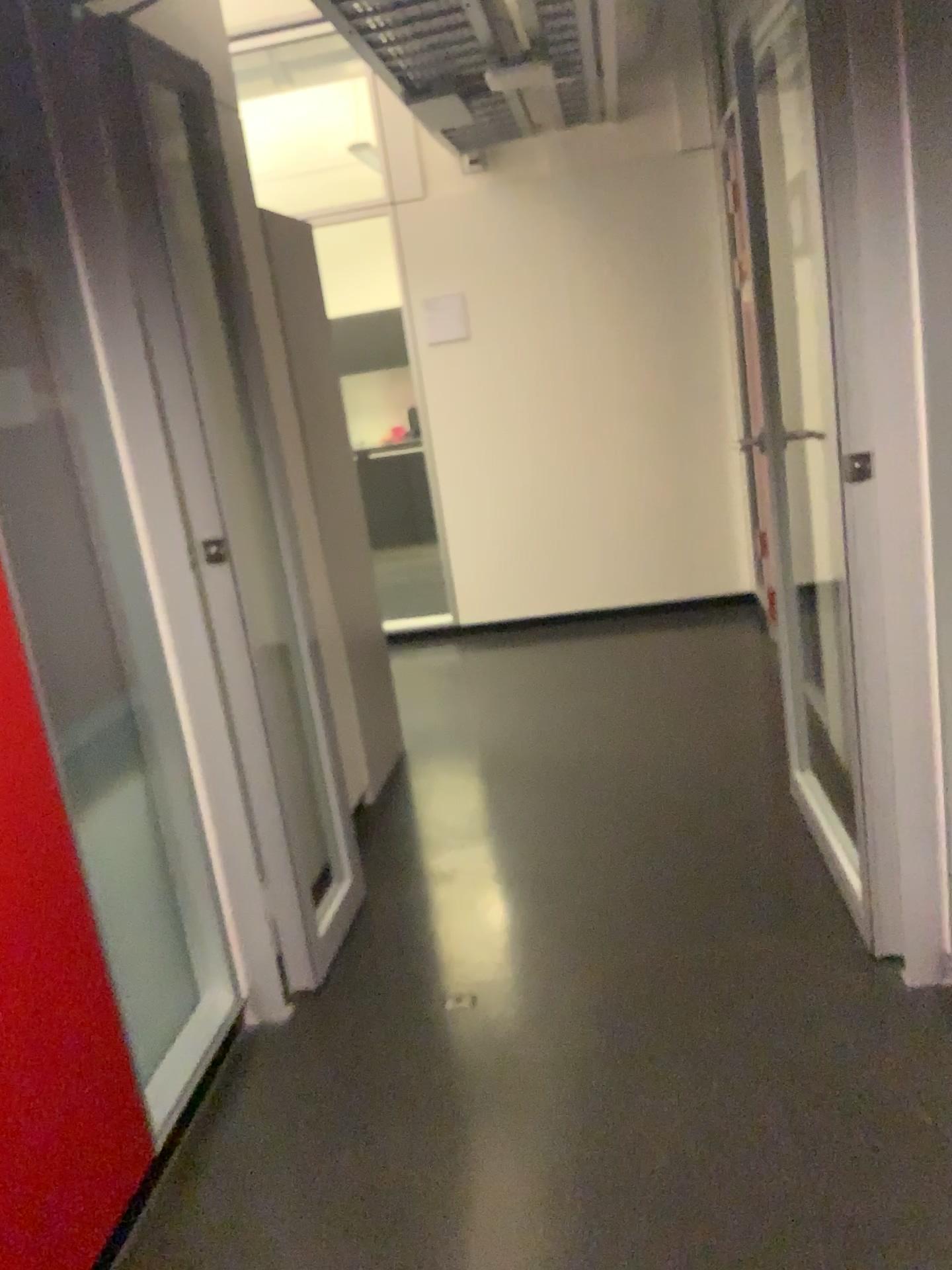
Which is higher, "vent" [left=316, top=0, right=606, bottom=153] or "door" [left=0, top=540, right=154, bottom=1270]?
"vent" [left=316, top=0, right=606, bottom=153]

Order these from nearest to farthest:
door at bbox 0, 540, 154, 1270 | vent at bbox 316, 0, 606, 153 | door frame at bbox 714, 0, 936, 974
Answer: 1. door at bbox 0, 540, 154, 1270
2. door frame at bbox 714, 0, 936, 974
3. vent at bbox 316, 0, 606, 153

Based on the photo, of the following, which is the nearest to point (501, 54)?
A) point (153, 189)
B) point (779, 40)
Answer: point (779, 40)

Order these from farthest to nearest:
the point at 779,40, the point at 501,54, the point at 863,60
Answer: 1. the point at 501,54
2. the point at 779,40
3. the point at 863,60

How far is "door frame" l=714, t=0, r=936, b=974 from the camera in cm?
185

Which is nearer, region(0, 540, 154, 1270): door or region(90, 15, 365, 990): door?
region(0, 540, 154, 1270): door

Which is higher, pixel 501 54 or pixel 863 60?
pixel 501 54

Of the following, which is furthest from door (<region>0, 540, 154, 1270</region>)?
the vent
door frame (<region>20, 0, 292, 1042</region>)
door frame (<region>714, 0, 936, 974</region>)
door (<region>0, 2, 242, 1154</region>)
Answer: the vent

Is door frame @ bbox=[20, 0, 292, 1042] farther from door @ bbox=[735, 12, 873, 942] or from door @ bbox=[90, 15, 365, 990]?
door @ bbox=[735, 12, 873, 942]

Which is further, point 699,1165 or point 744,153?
point 744,153
